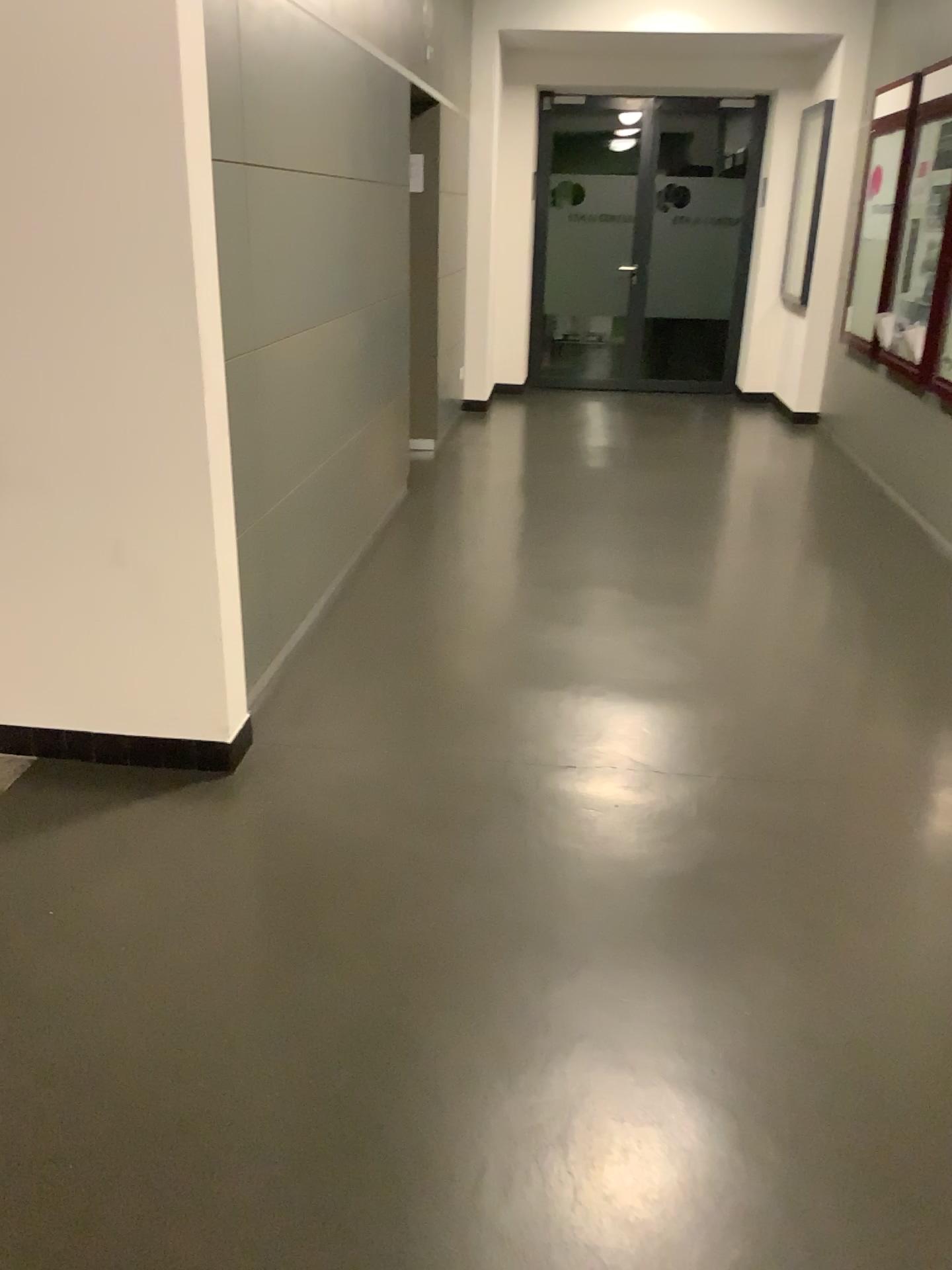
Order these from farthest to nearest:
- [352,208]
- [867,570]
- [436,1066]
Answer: [867,570]
[352,208]
[436,1066]
